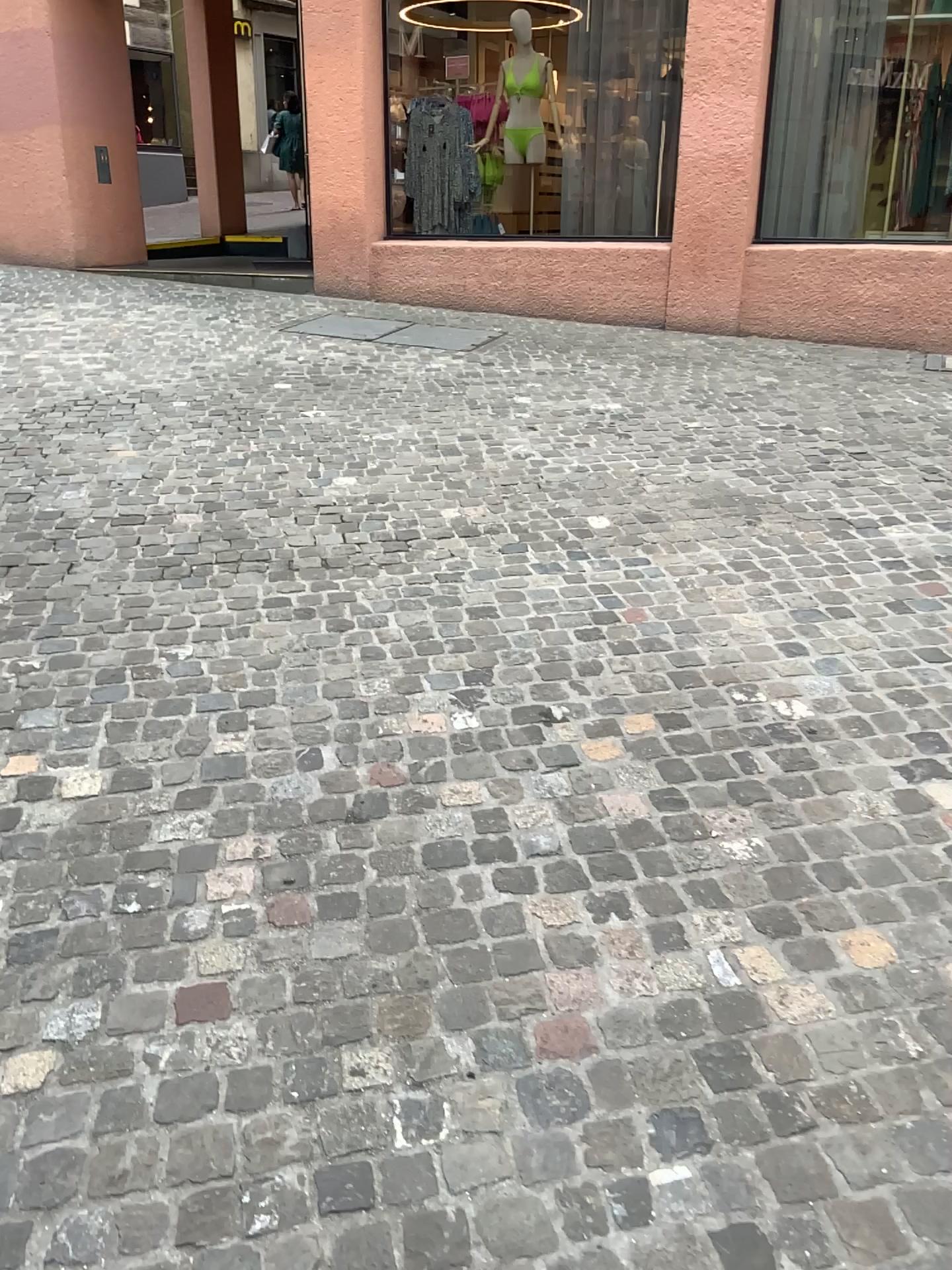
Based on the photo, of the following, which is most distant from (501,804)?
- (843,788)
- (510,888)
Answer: (843,788)
